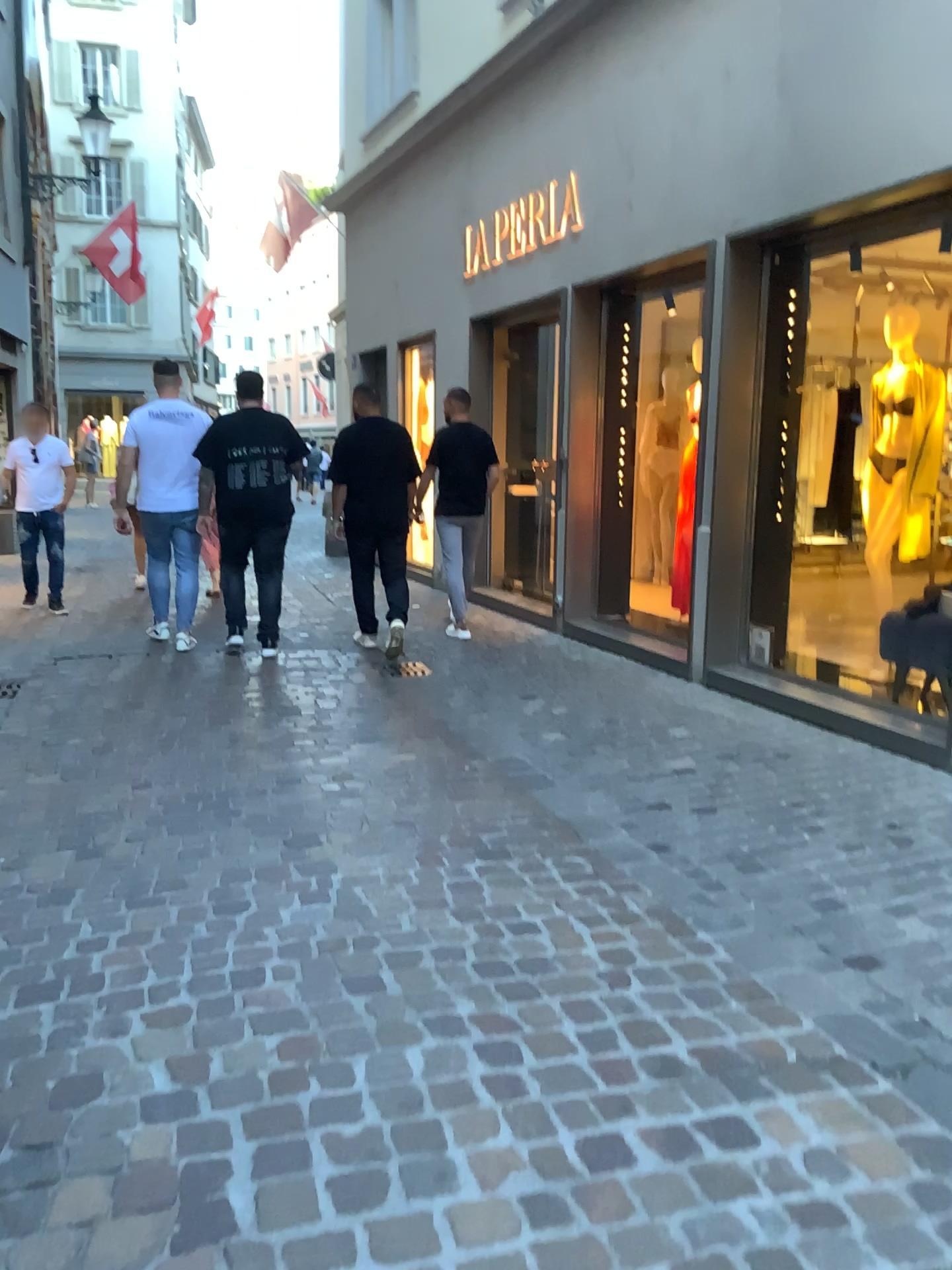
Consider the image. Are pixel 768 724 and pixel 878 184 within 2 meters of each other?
no
